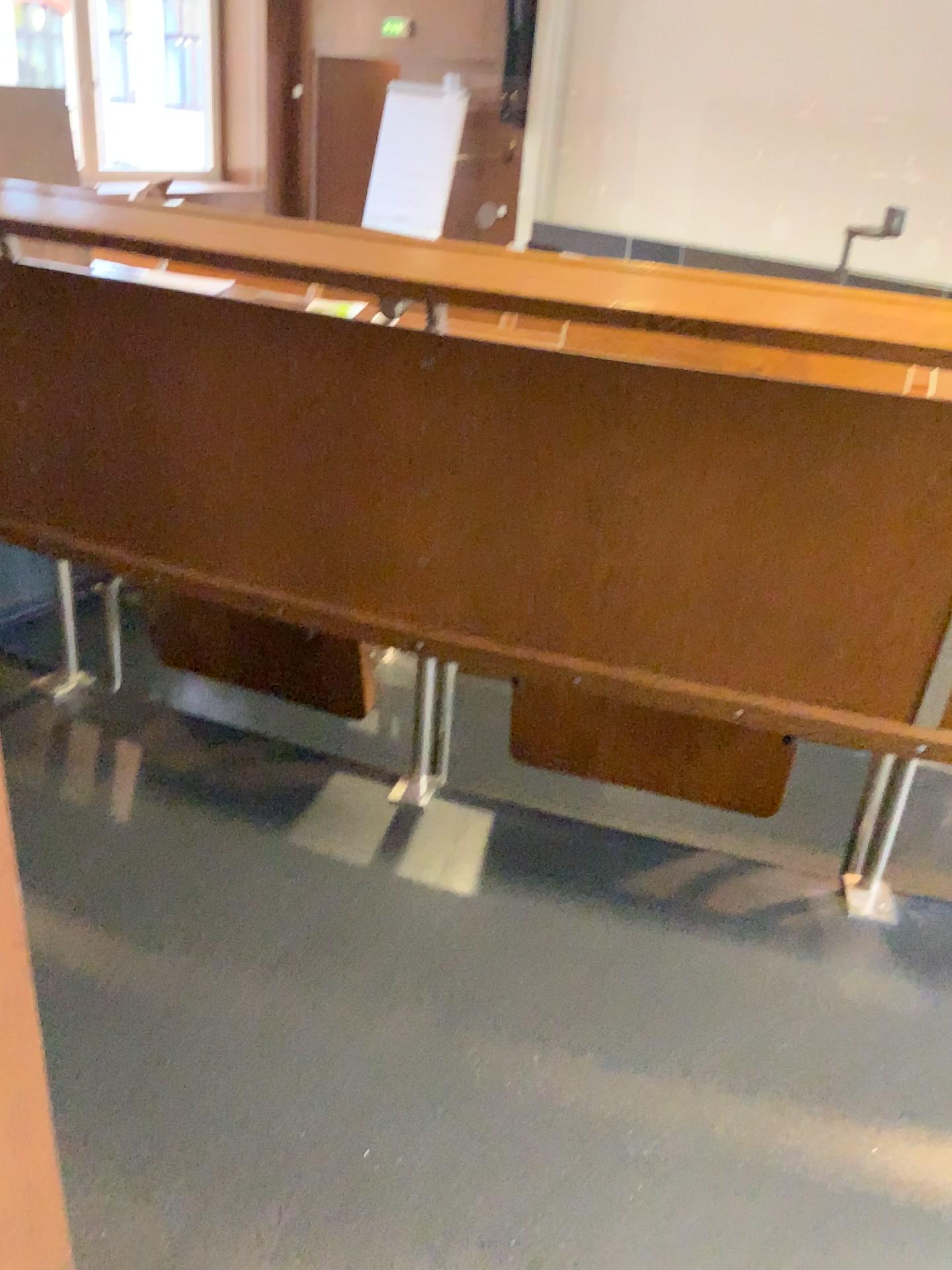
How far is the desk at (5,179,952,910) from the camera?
1.1m

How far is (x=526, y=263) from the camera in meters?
1.1

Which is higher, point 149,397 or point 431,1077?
point 149,397
